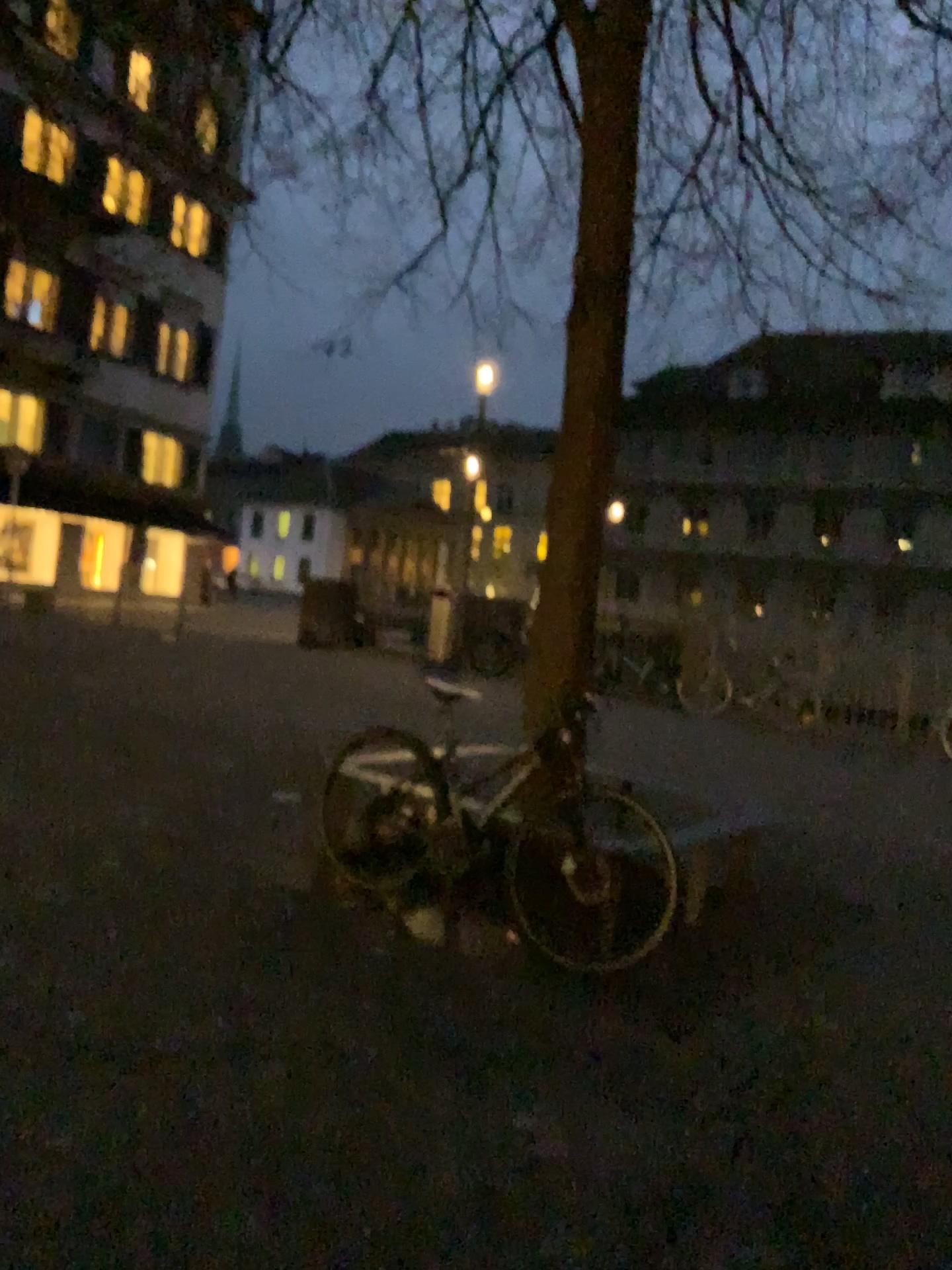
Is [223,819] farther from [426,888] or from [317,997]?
[317,997]
